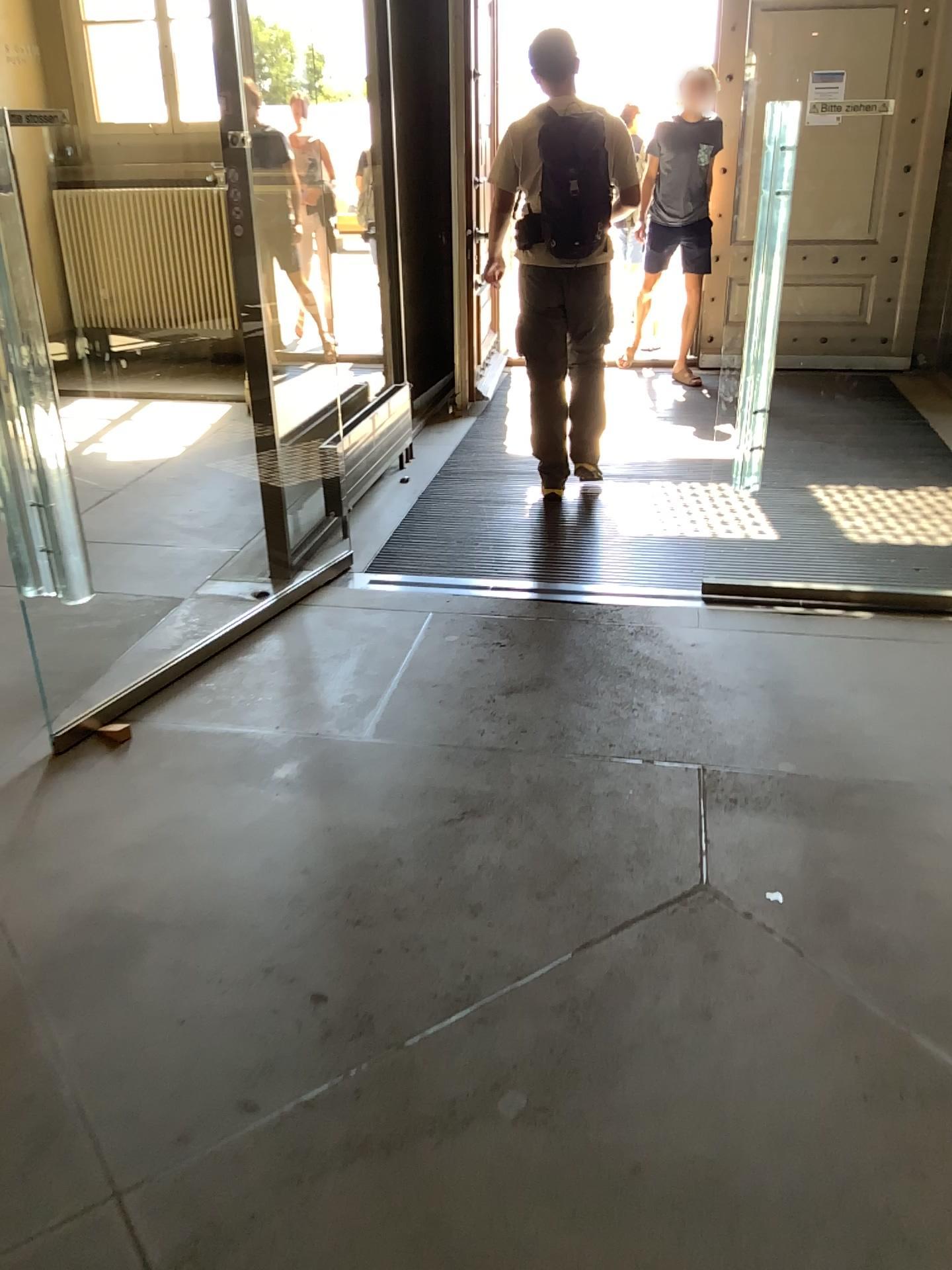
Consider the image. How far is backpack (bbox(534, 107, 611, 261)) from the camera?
4.0 meters

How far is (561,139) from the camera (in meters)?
3.99

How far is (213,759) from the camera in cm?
275
